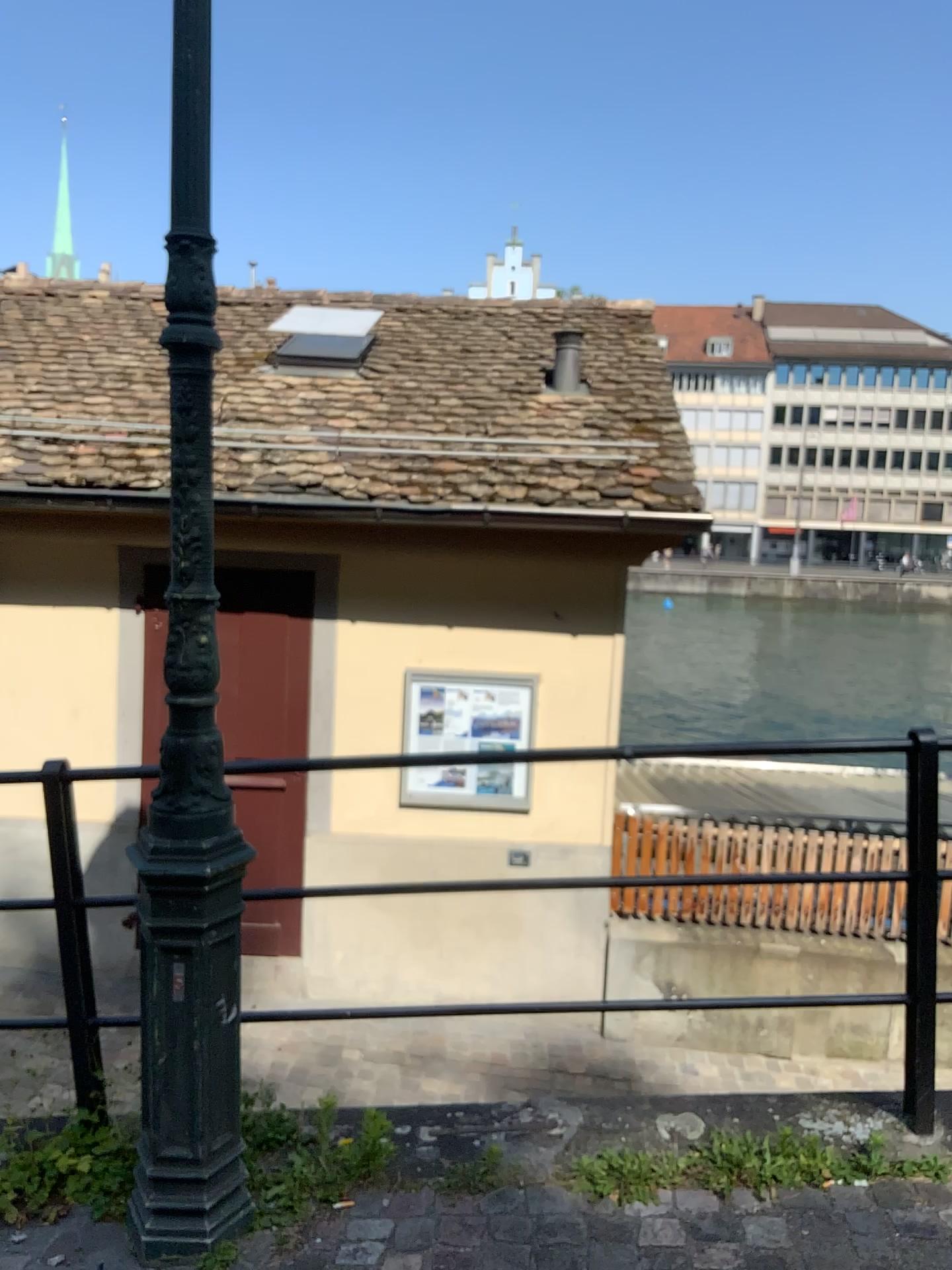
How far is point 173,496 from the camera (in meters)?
2.09

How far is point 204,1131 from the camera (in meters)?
2.24

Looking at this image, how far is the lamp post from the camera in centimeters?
209cm
